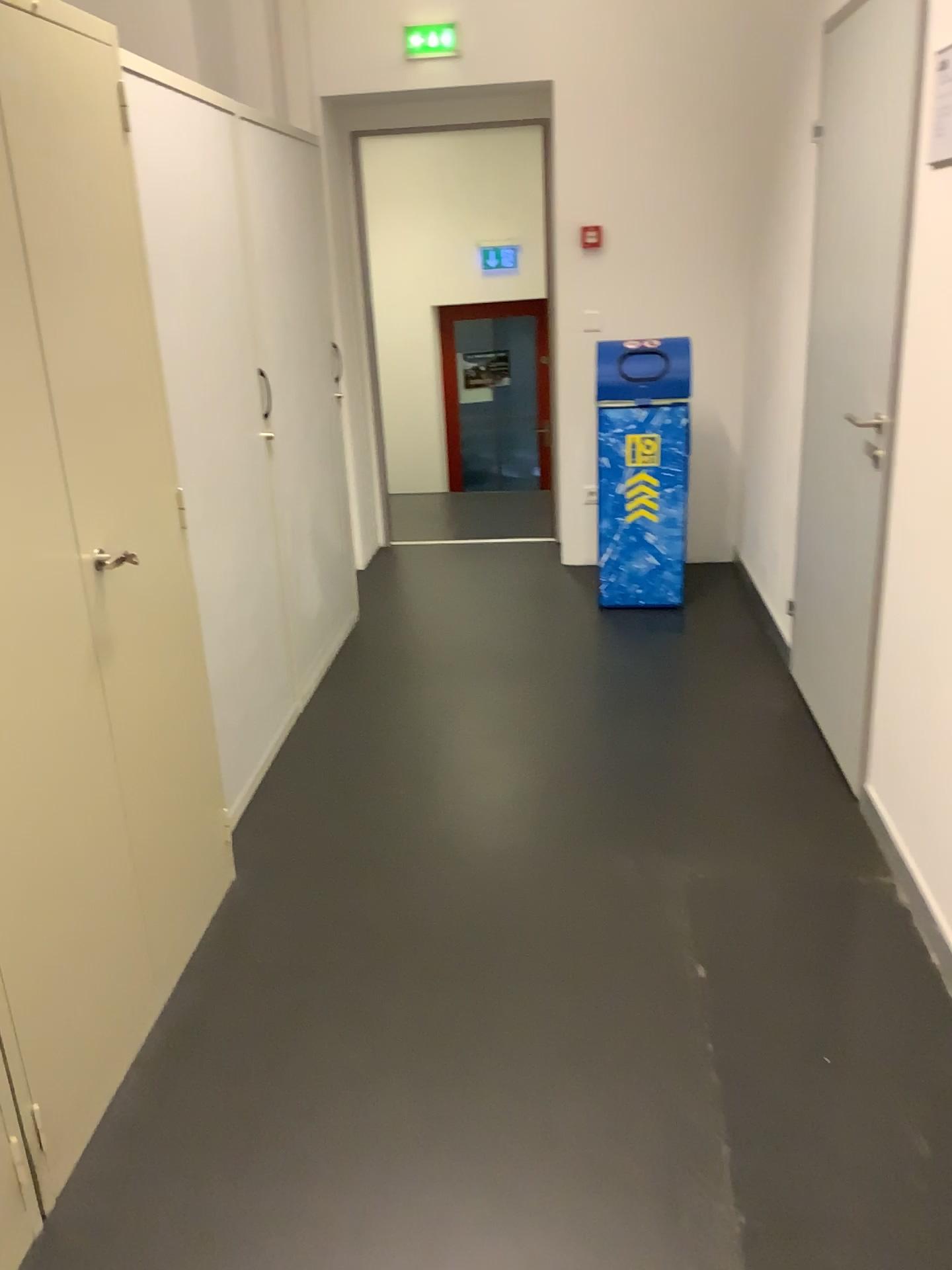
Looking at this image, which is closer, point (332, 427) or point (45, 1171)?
point (45, 1171)

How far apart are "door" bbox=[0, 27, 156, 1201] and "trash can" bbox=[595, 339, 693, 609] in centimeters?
282cm

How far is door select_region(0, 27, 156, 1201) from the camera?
1.61m

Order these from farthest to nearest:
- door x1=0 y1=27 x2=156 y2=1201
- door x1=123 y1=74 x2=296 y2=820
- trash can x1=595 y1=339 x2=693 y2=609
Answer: Answer: trash can x1=595 y1=339 x2=693 y2=609, door x1=123 y1=74 x2=296 y2=820, door x1=0 y1=27 x2=156 y2=1201

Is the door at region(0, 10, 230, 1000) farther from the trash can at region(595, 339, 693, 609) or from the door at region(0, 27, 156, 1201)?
the trash can at region(595, 339, 693, 609)

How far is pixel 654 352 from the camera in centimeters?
418cm

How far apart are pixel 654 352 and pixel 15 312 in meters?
3.0

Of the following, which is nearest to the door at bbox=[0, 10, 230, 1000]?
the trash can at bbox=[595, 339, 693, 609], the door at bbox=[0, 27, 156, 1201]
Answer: the door at bbox=[0, 27, 156, 1201]

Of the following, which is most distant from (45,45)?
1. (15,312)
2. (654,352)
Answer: (654,352)

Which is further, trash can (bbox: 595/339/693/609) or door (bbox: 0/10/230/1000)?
trash can (bbox: 595/339/693/609)
